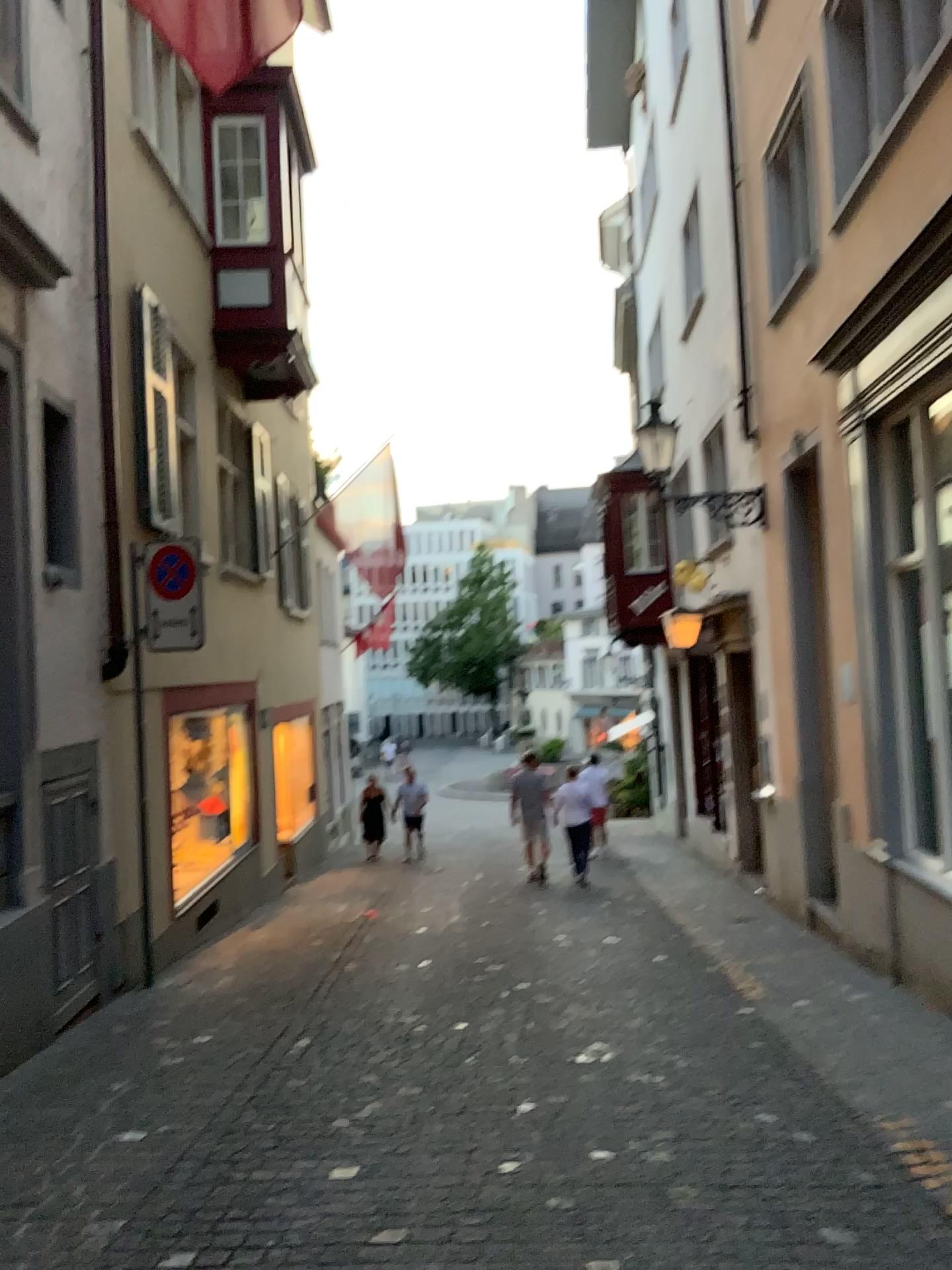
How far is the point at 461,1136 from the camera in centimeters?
411cm
